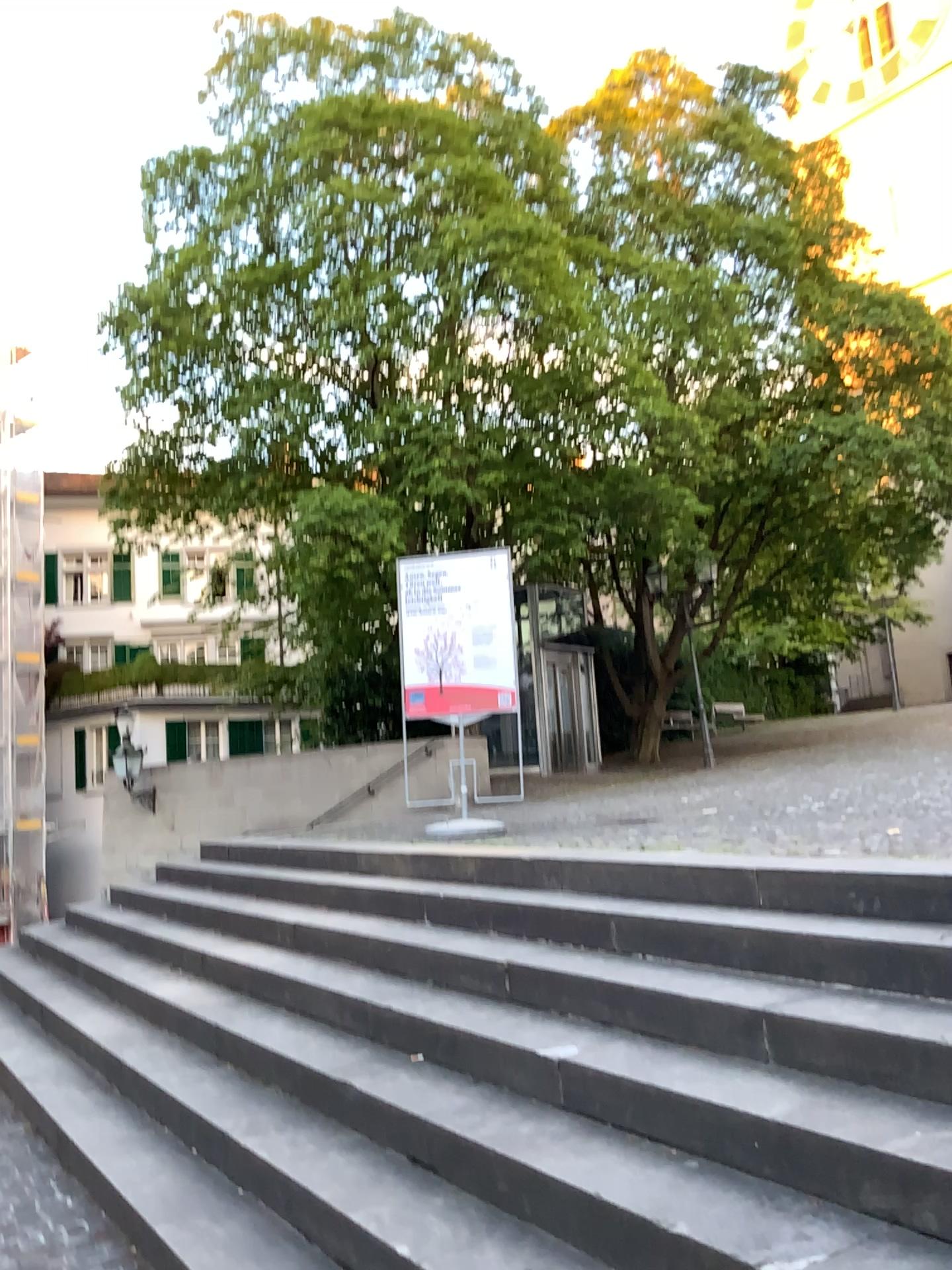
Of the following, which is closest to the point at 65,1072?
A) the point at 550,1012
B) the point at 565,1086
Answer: the point at 550,1012
